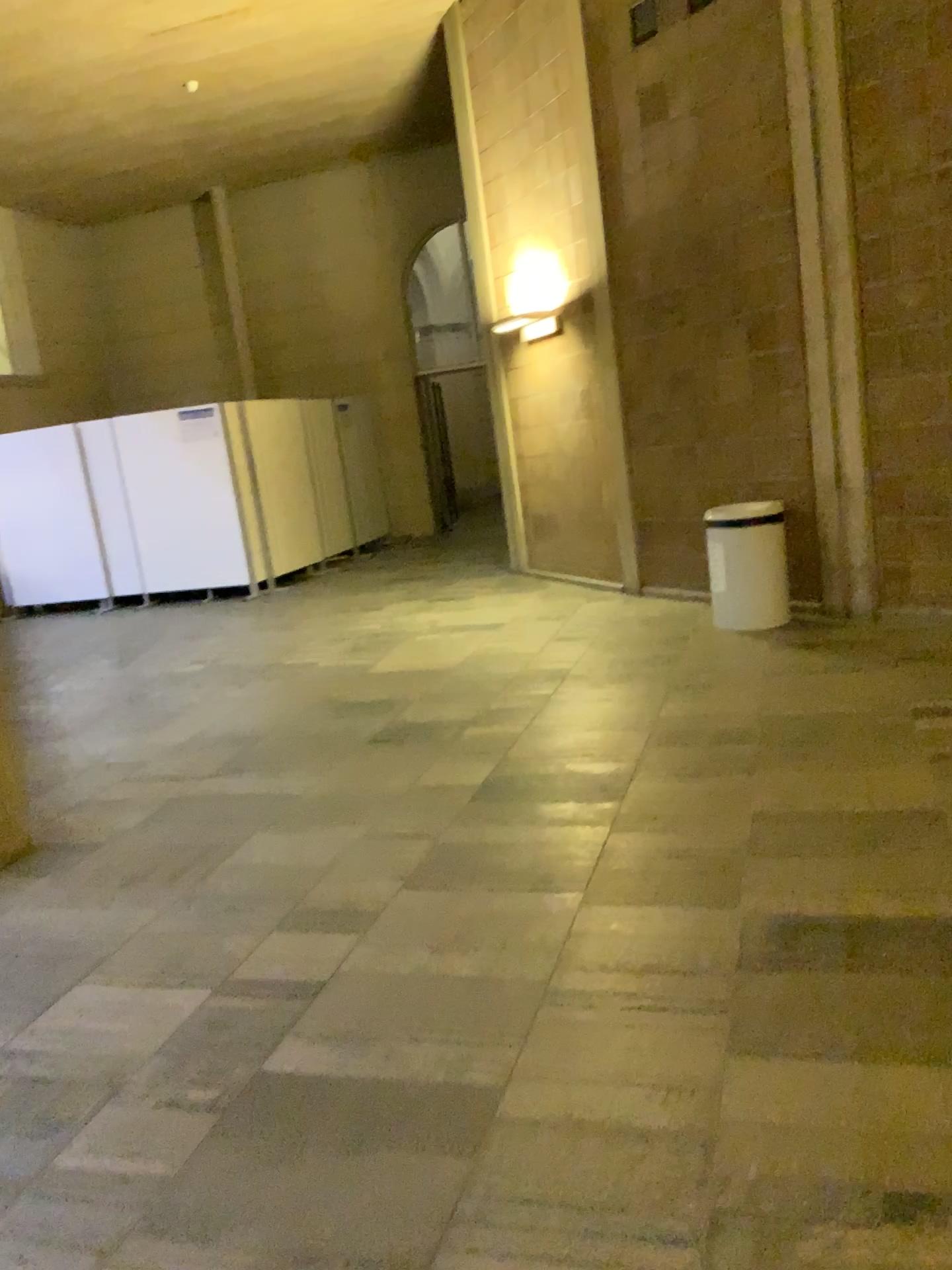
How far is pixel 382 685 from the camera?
5.9m
